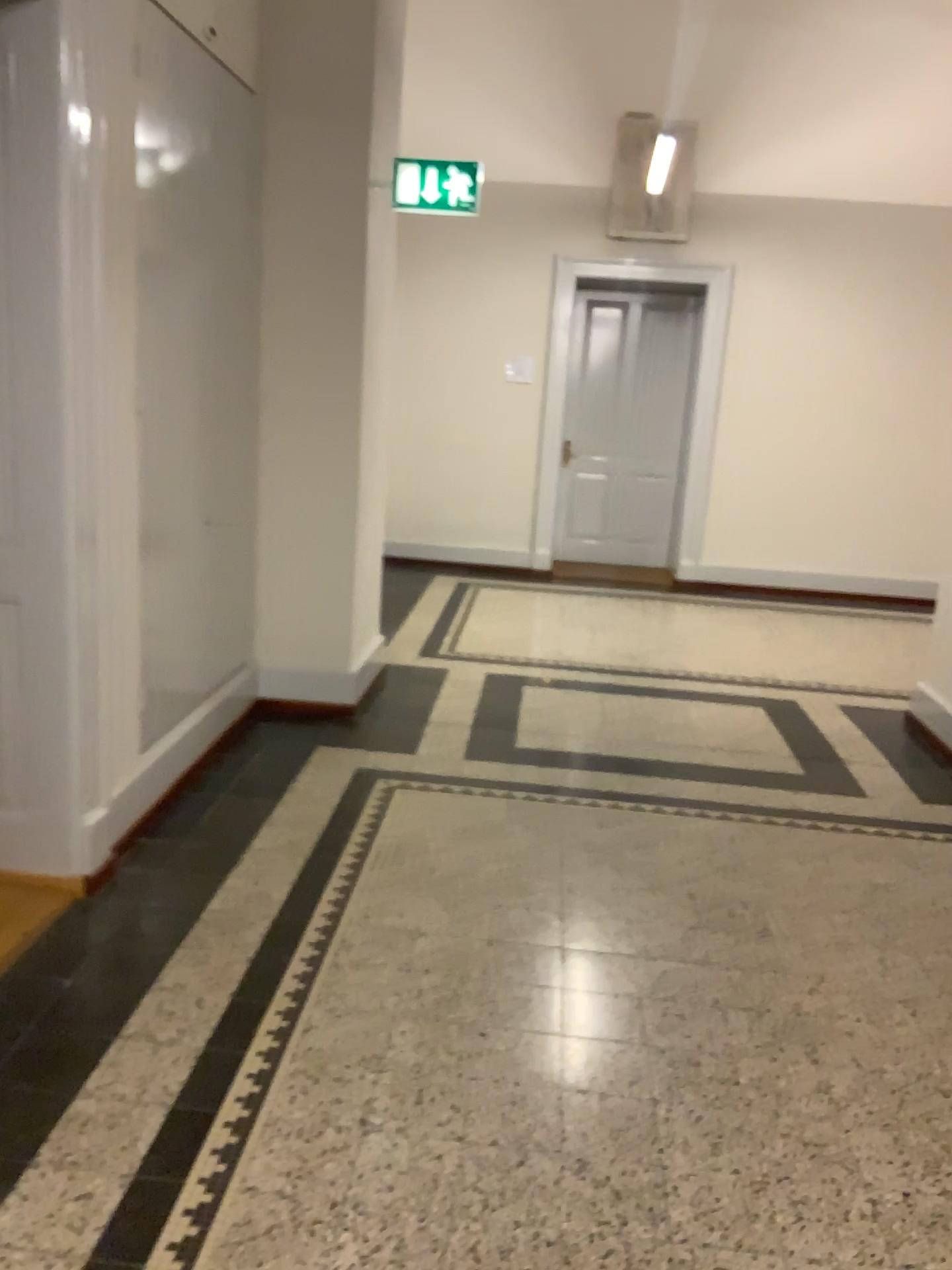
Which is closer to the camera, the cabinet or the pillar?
the cabinet

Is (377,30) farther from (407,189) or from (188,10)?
(188,10)

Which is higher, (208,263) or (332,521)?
(208,263)

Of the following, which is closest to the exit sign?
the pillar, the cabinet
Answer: the pillar

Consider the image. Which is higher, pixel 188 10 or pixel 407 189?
pixel 188 10

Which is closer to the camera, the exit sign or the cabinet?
the cabinet

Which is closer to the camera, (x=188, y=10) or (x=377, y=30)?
(x=188, y=10)

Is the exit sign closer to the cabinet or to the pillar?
the pillar
